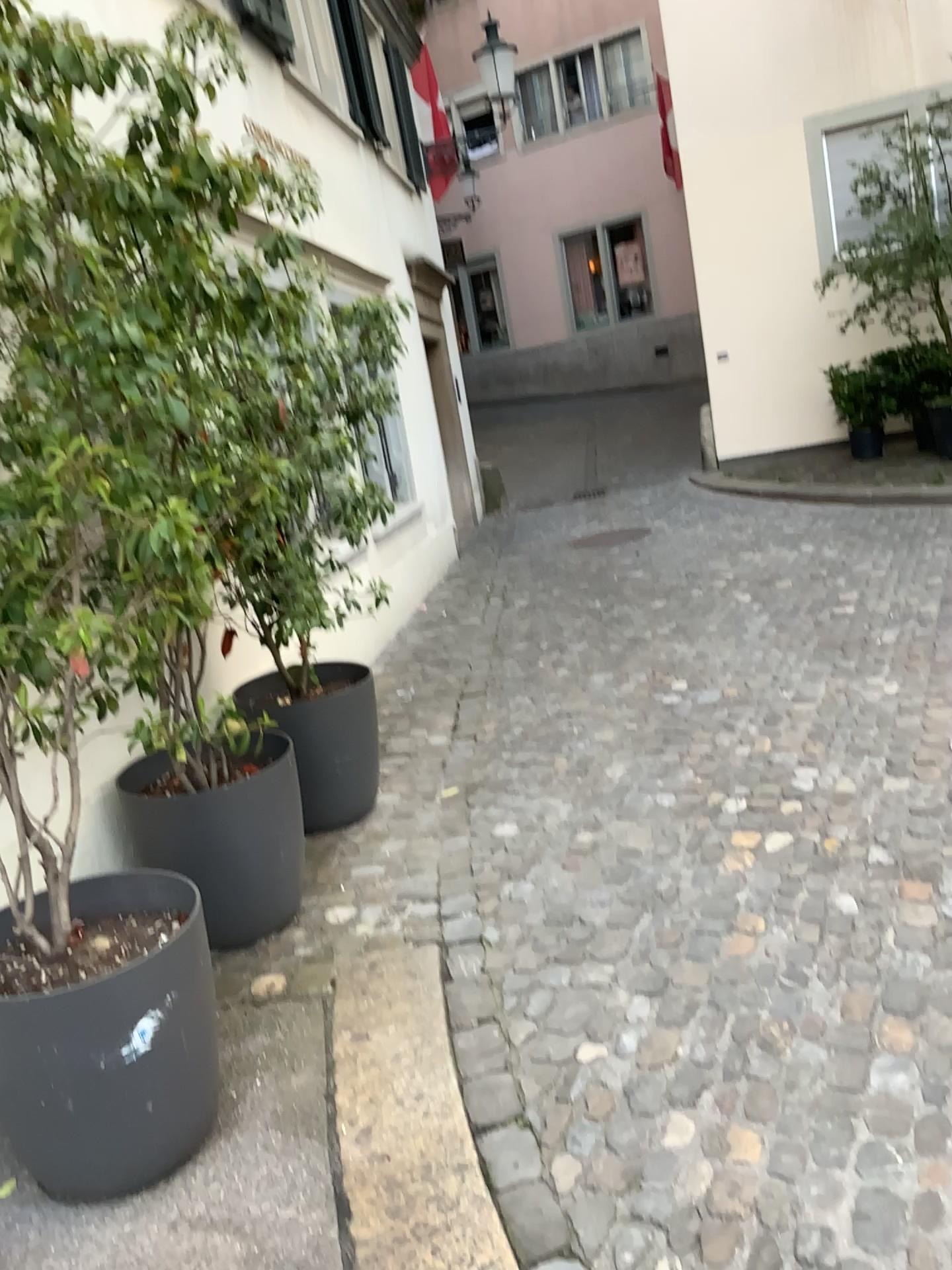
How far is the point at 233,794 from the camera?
3.1m

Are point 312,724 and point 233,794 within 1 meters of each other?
yes

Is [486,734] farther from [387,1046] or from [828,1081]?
[828,1081]

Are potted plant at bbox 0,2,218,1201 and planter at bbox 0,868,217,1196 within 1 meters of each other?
yes

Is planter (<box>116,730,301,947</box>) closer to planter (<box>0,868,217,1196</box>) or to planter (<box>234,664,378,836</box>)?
planter (<box>234,664,378,836</box>)

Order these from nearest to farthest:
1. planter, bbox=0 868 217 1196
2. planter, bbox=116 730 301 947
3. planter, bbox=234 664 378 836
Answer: planter, bbox=0 868 217 1196
planter, bbox=116 730 301 947
planter, bbox=234 664 378 836

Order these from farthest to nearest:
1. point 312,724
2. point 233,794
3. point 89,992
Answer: point 312,724
point 233,794
point 89,992

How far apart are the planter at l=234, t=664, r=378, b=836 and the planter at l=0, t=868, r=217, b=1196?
1.3m

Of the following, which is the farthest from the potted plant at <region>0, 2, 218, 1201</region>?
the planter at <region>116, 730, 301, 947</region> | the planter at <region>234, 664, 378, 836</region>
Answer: the planter at <region>234, 664, 378, 836</region>

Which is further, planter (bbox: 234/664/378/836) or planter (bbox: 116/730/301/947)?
planter (bbox: 234/664/378/836)
